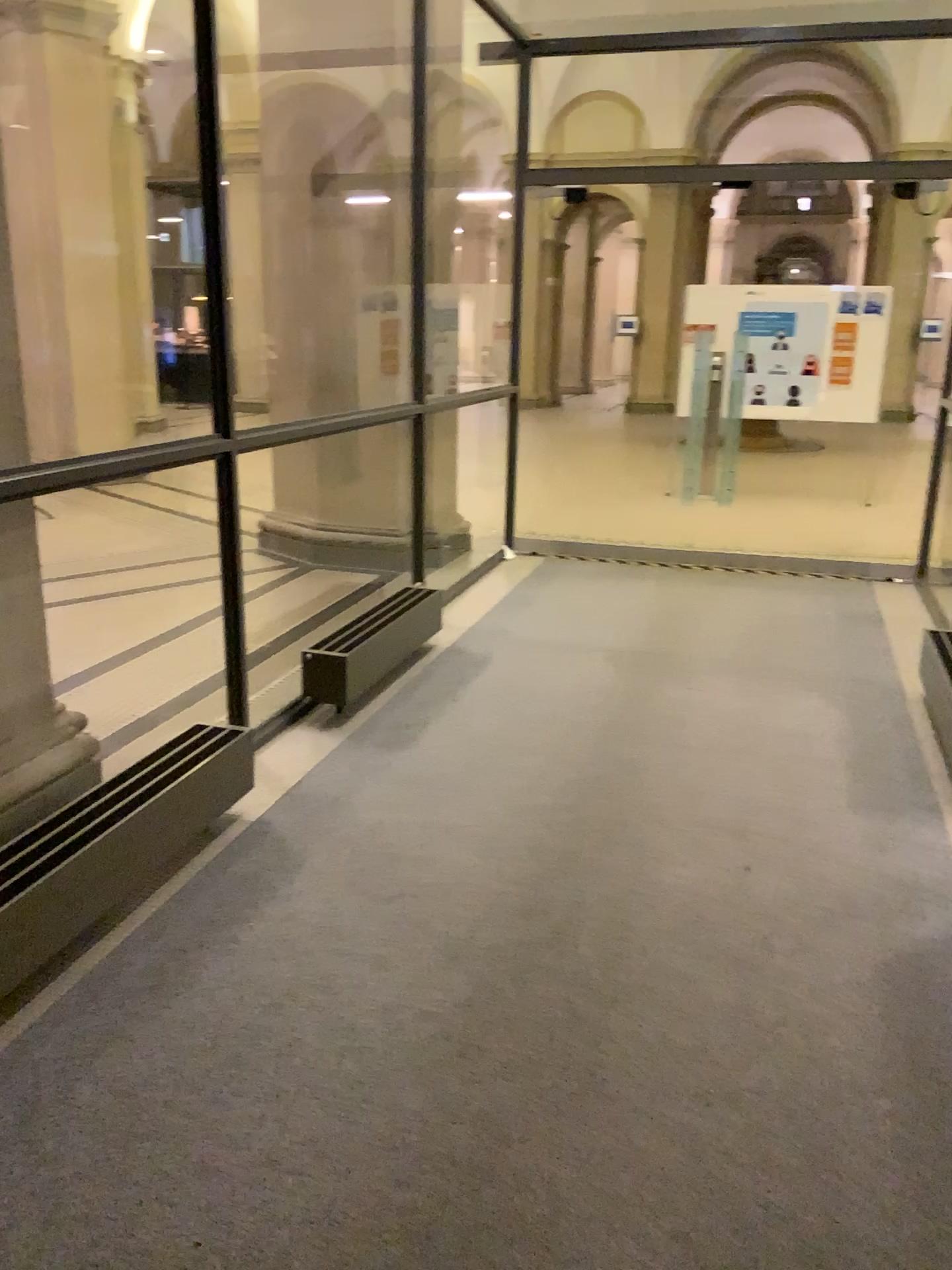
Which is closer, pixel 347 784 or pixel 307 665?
pixel 347 784
